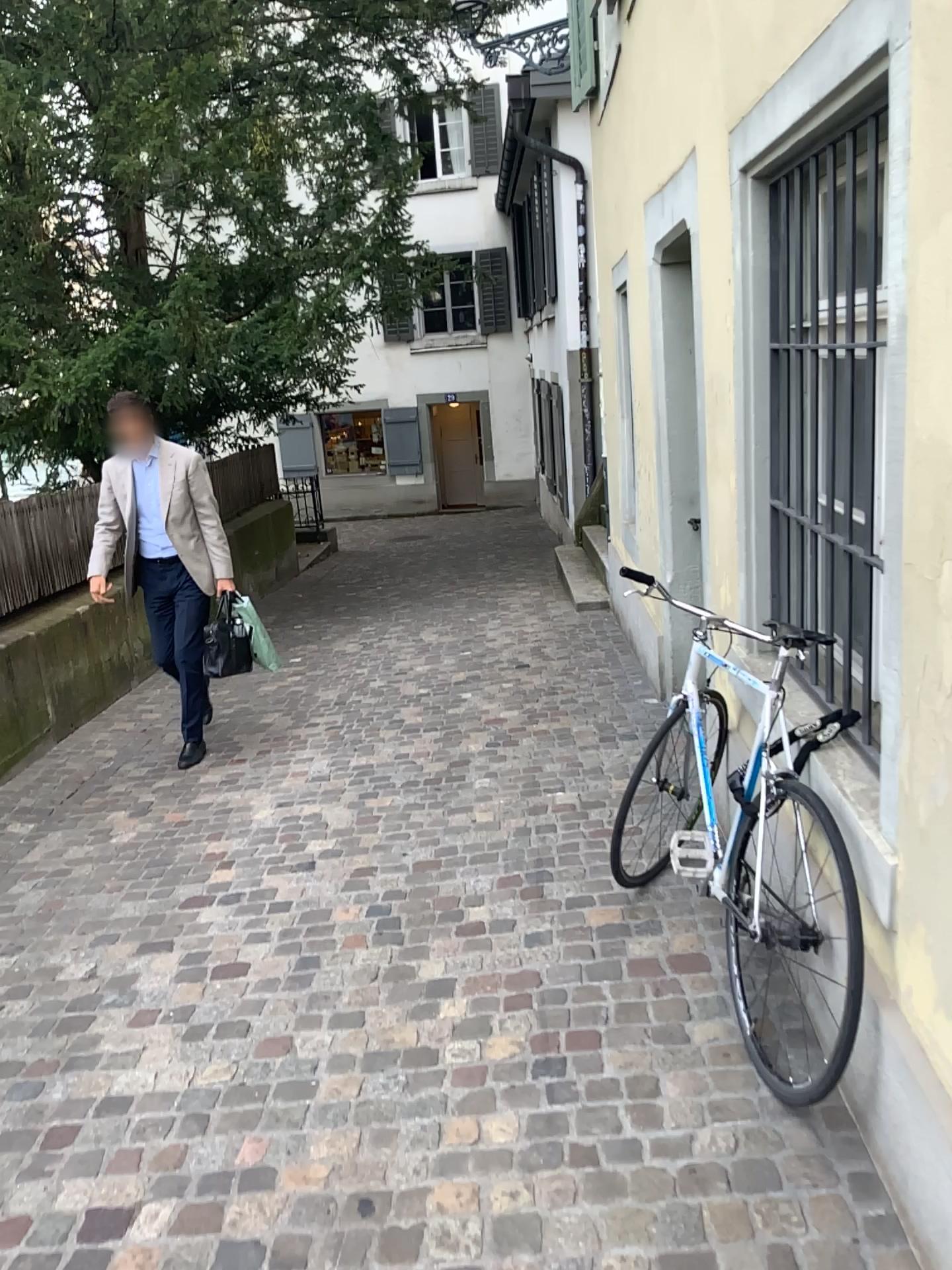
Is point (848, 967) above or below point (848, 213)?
below

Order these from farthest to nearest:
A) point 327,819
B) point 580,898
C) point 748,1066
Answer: point 327,819 → point 580,898 → point 748,1066
